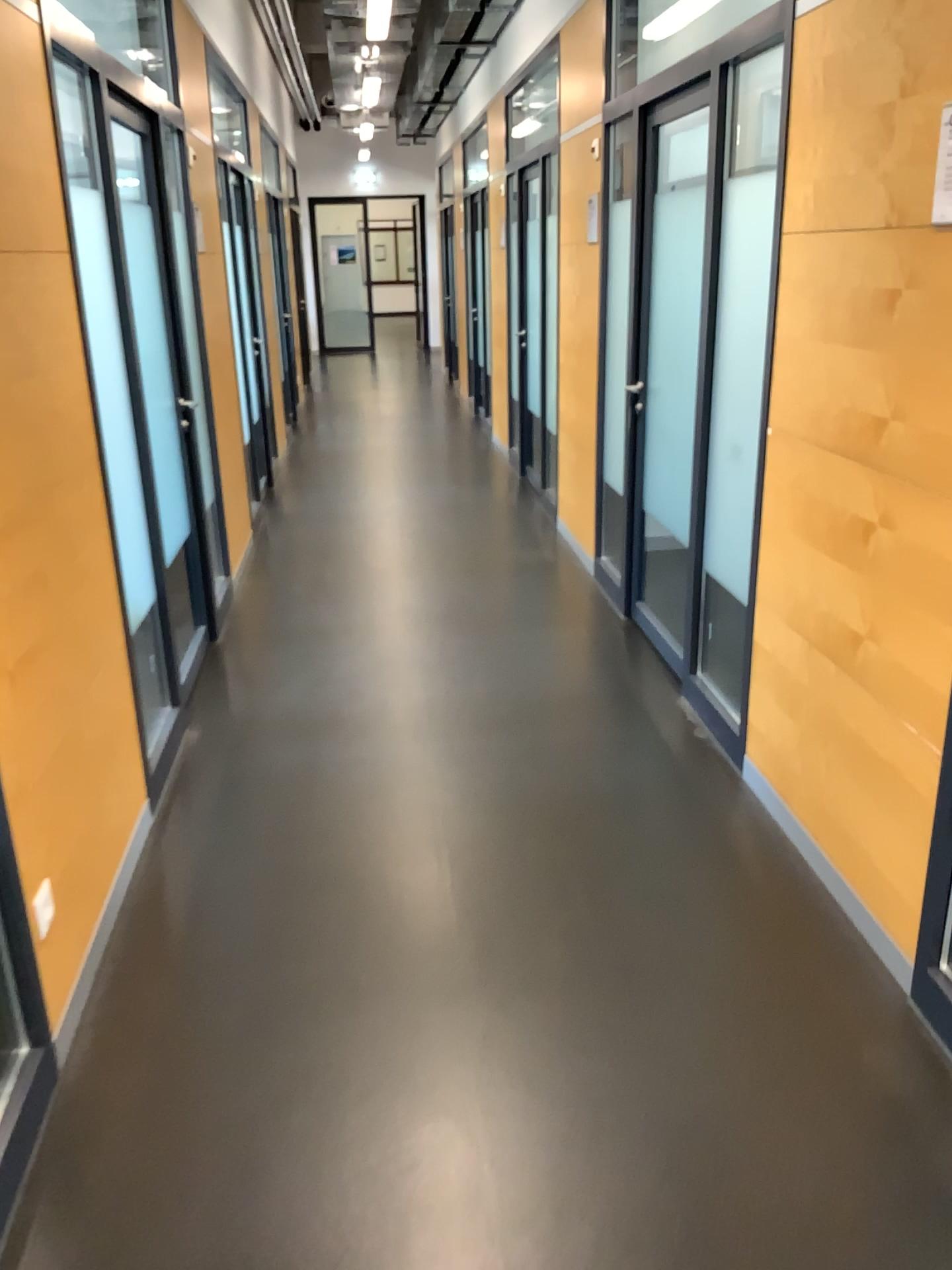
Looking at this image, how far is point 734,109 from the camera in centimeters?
332cm
